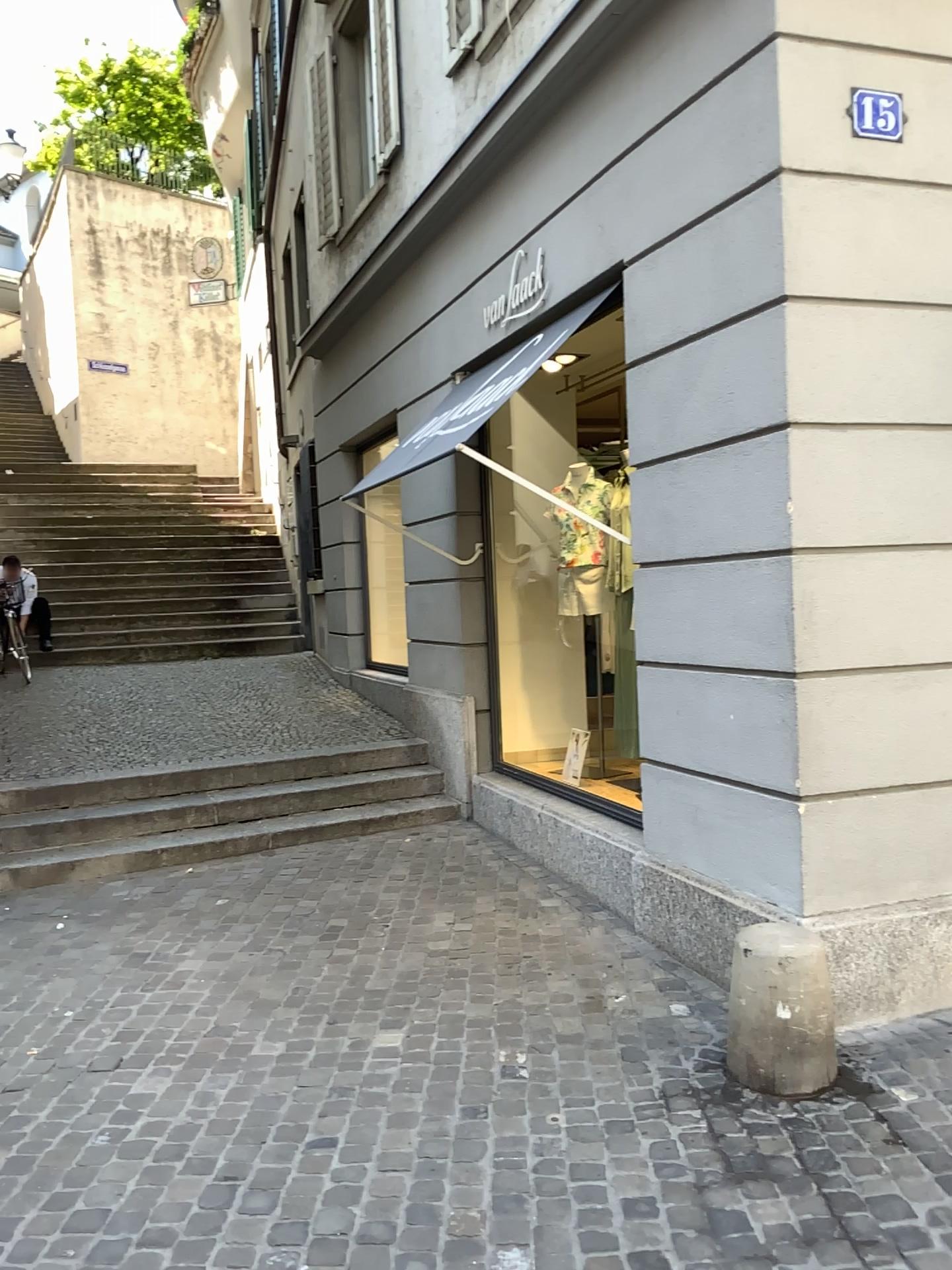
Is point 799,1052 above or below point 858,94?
below

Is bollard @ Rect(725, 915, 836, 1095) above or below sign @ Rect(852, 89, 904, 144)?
below

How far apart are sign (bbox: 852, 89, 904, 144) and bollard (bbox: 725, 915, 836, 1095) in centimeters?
260cm

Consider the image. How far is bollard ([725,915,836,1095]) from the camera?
3.12m

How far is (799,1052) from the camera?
3.1m

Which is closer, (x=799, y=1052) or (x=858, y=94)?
(x=799, y=1052)

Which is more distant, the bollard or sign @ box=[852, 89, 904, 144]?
sign @ box=[852, 89, 904, 144]

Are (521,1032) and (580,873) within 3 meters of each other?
yes

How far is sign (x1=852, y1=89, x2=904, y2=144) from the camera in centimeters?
348cm
